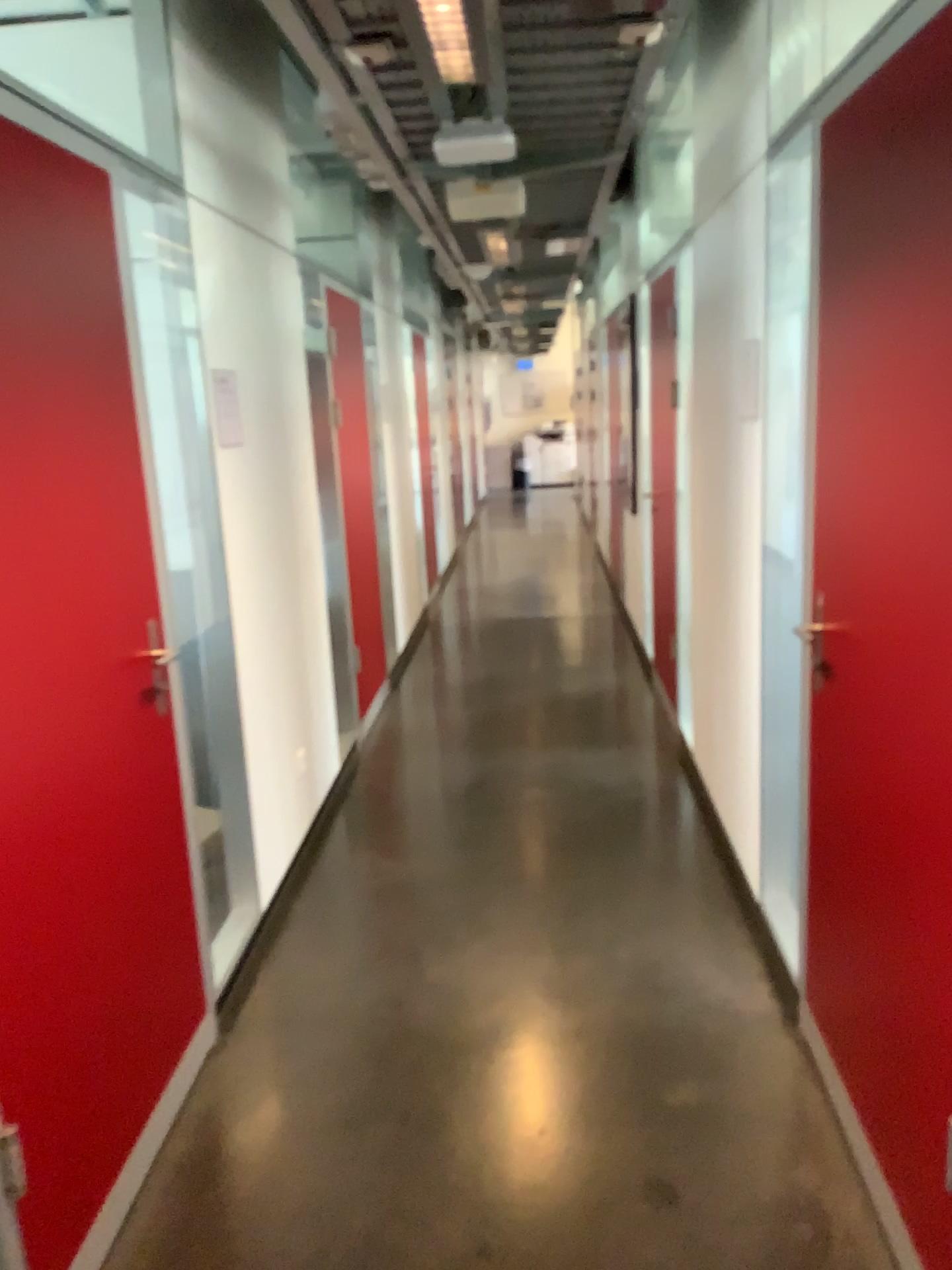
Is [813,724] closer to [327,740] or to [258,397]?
[258,397]

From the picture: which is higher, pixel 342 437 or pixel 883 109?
pixel 883 109

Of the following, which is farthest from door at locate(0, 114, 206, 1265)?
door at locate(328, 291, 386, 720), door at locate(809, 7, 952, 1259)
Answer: door at locate(328, 291, 386, 720)

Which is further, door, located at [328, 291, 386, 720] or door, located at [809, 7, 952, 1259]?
door, located at [328, 291, 386, 720]

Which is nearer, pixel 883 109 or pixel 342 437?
pixel 883 109

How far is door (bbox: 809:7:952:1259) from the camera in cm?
171

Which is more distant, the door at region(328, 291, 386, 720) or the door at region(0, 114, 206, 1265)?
the door at region(328, 291, 386, 720)

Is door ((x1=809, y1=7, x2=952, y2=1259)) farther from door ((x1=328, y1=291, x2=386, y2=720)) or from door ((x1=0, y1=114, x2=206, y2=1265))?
door ((x1=328, y1=291, x2=386, y2=720))

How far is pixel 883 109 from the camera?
1.7 meters
